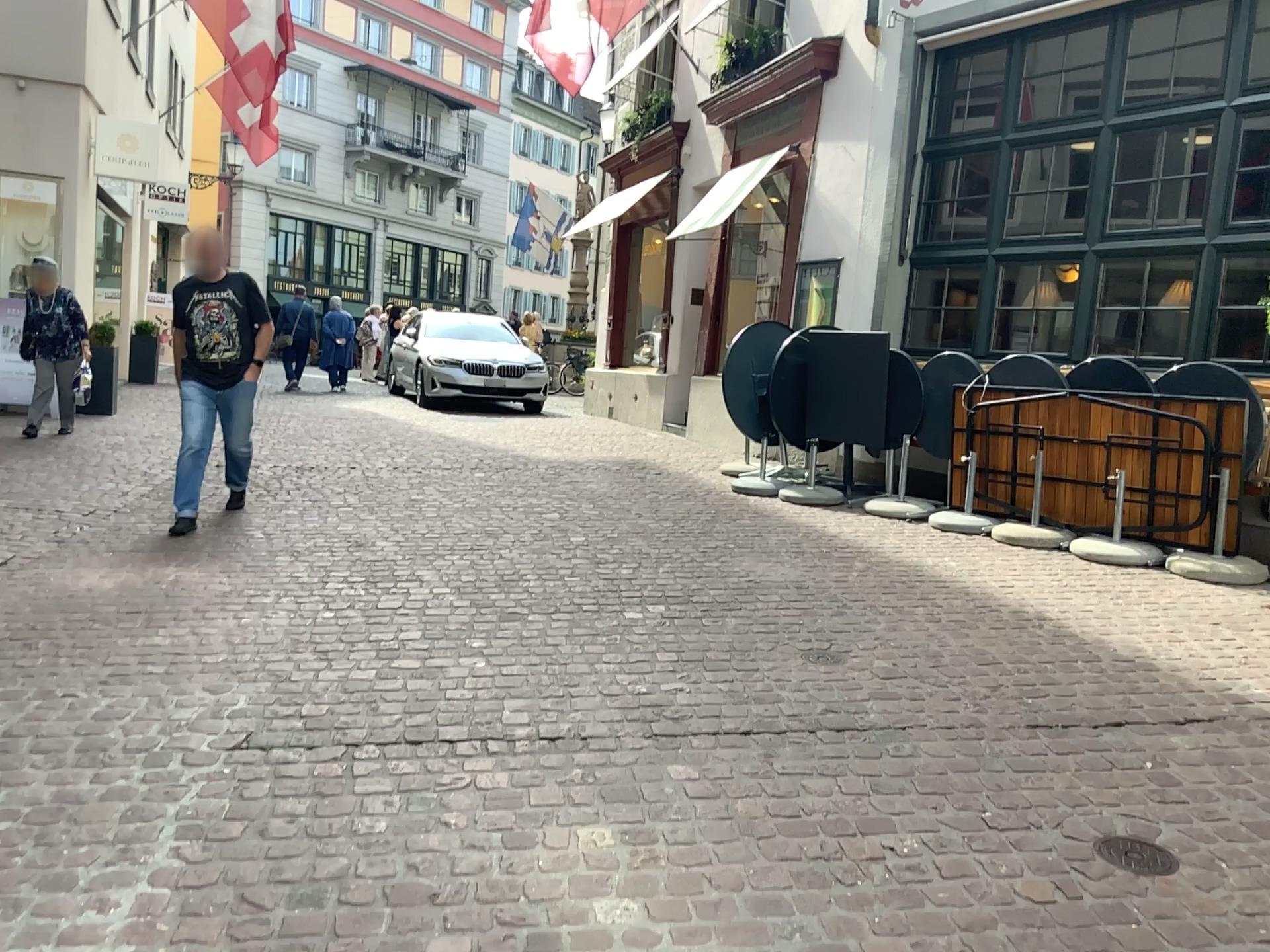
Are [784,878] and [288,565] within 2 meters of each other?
no

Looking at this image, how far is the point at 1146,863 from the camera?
2.5 meters

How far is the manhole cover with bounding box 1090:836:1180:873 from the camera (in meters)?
2.49
